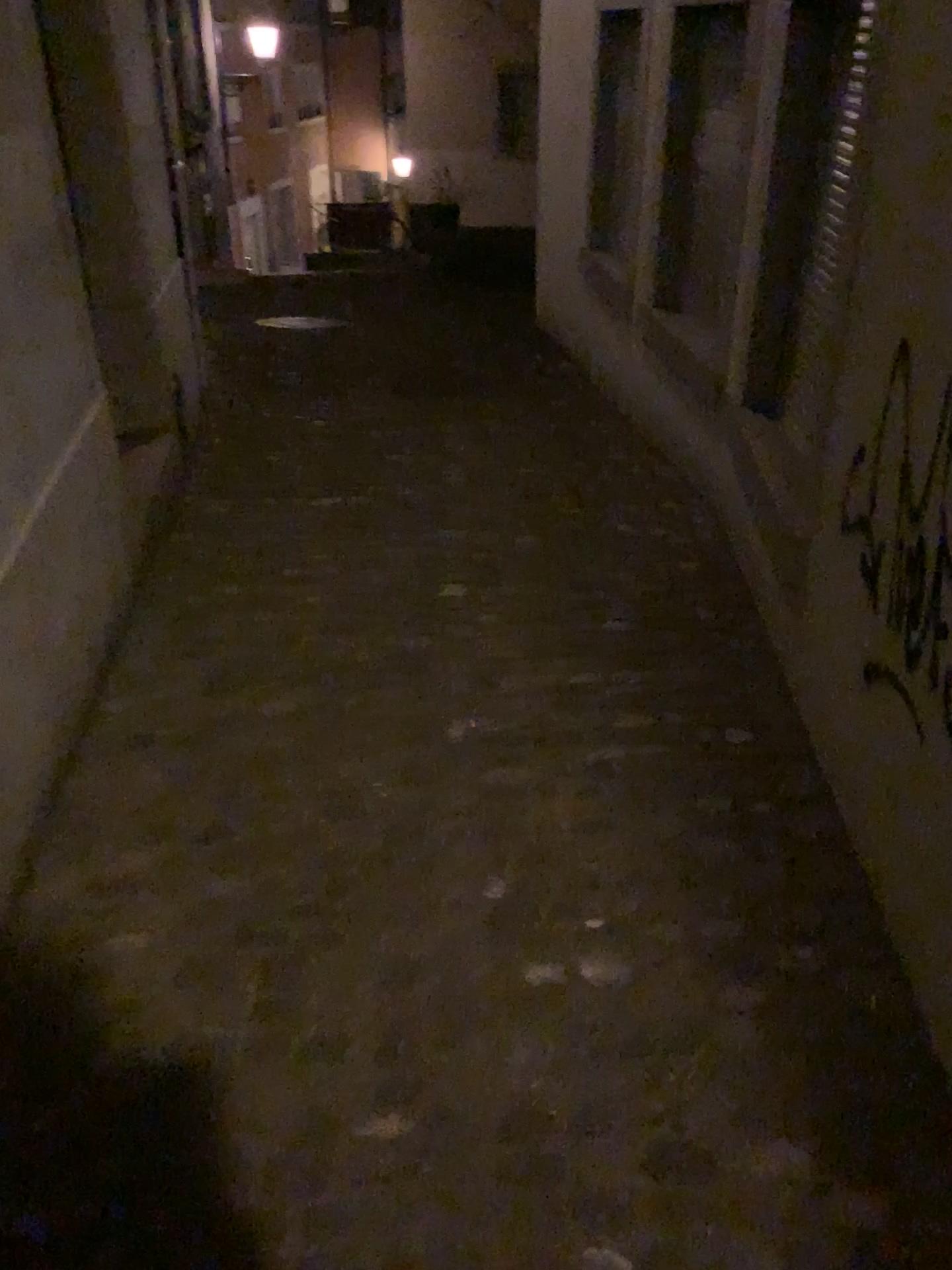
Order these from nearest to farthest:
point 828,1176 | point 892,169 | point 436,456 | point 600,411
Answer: point 828,1176 → point 892,169 → point 436,456 → point 600,411
